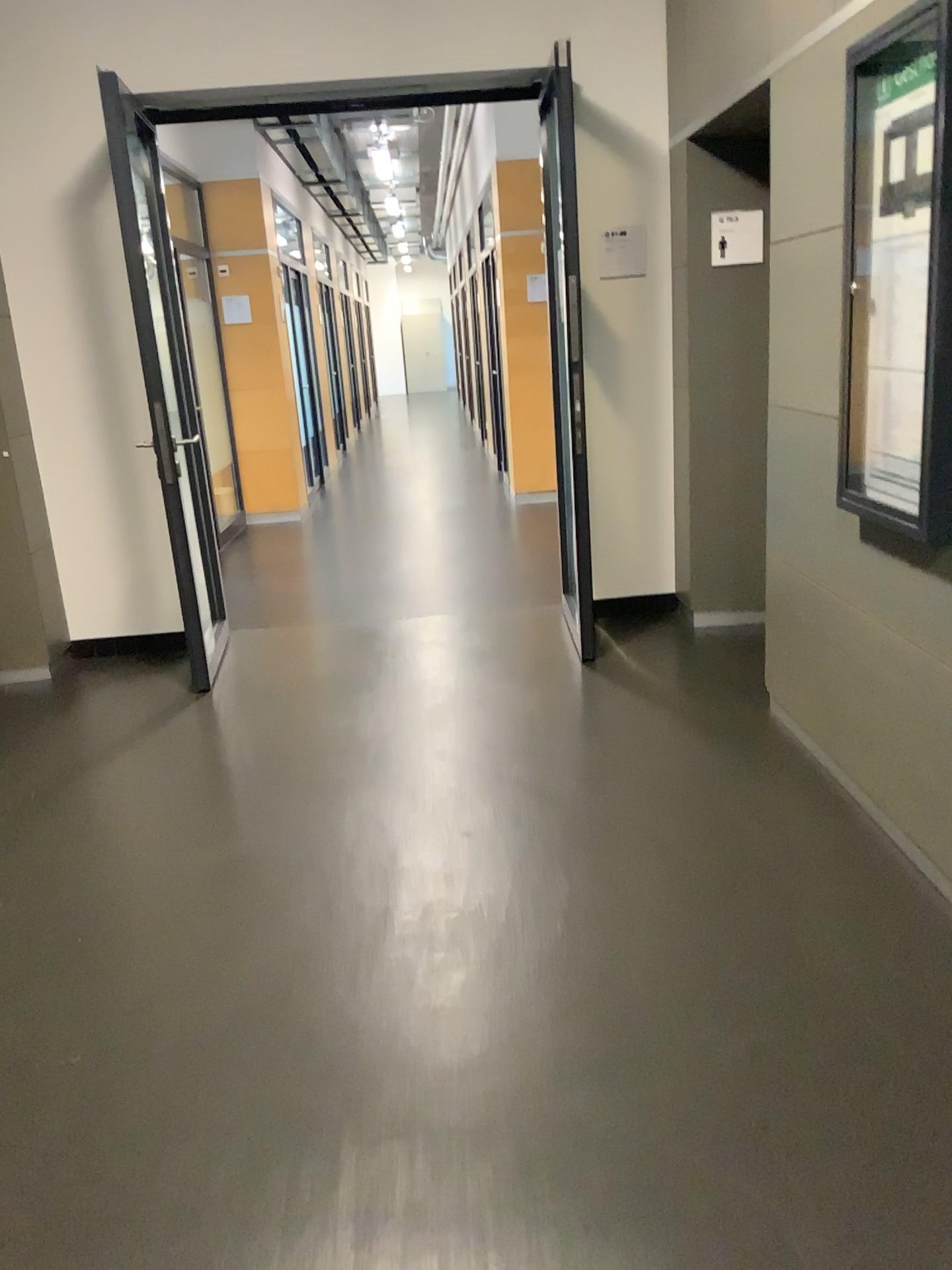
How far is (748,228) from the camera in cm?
432

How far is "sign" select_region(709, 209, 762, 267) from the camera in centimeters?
432cm

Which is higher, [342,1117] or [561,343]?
[561,343]
